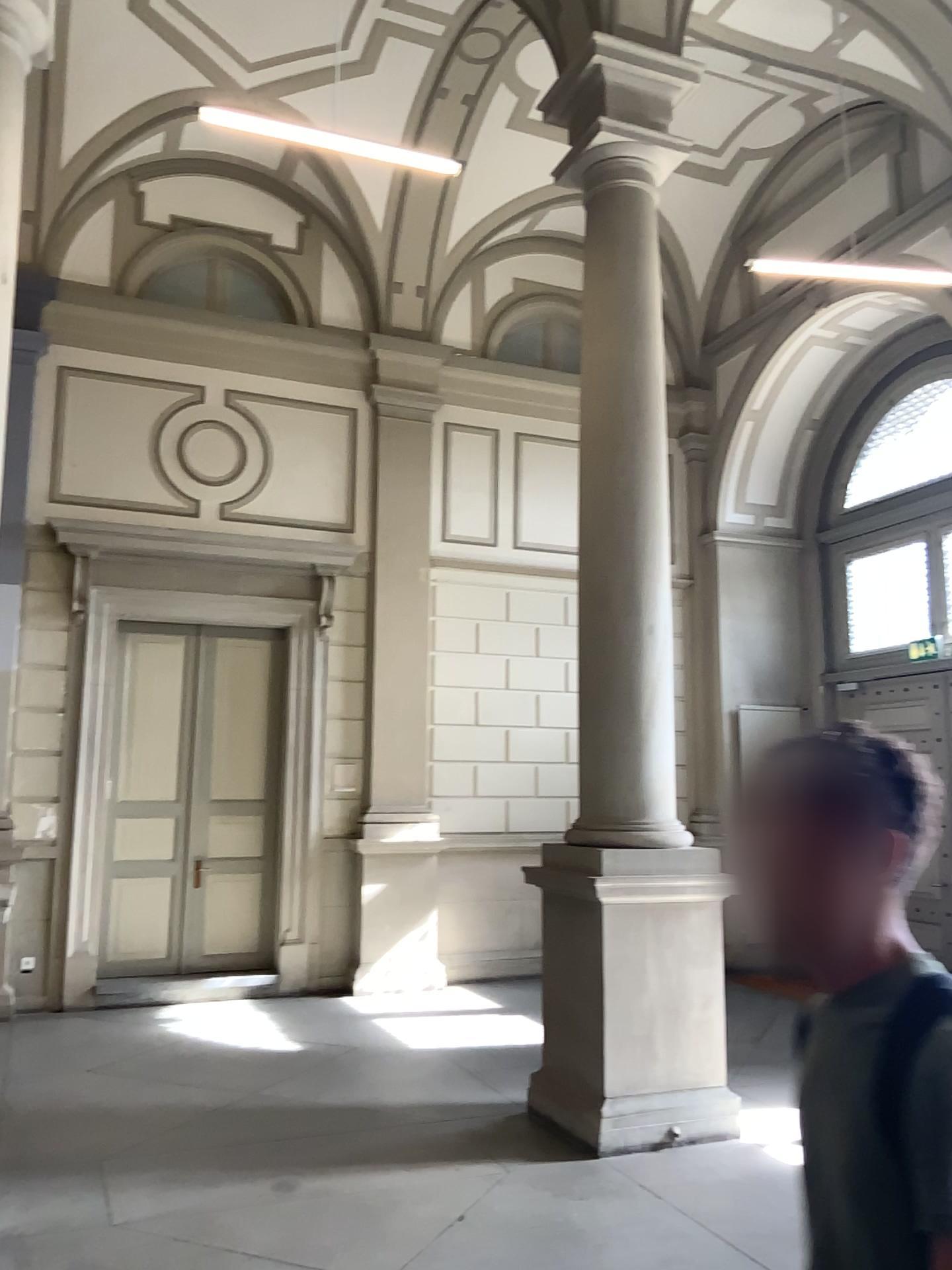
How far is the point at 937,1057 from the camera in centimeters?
118cm

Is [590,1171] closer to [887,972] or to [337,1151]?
[337,1151]

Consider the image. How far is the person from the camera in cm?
118
